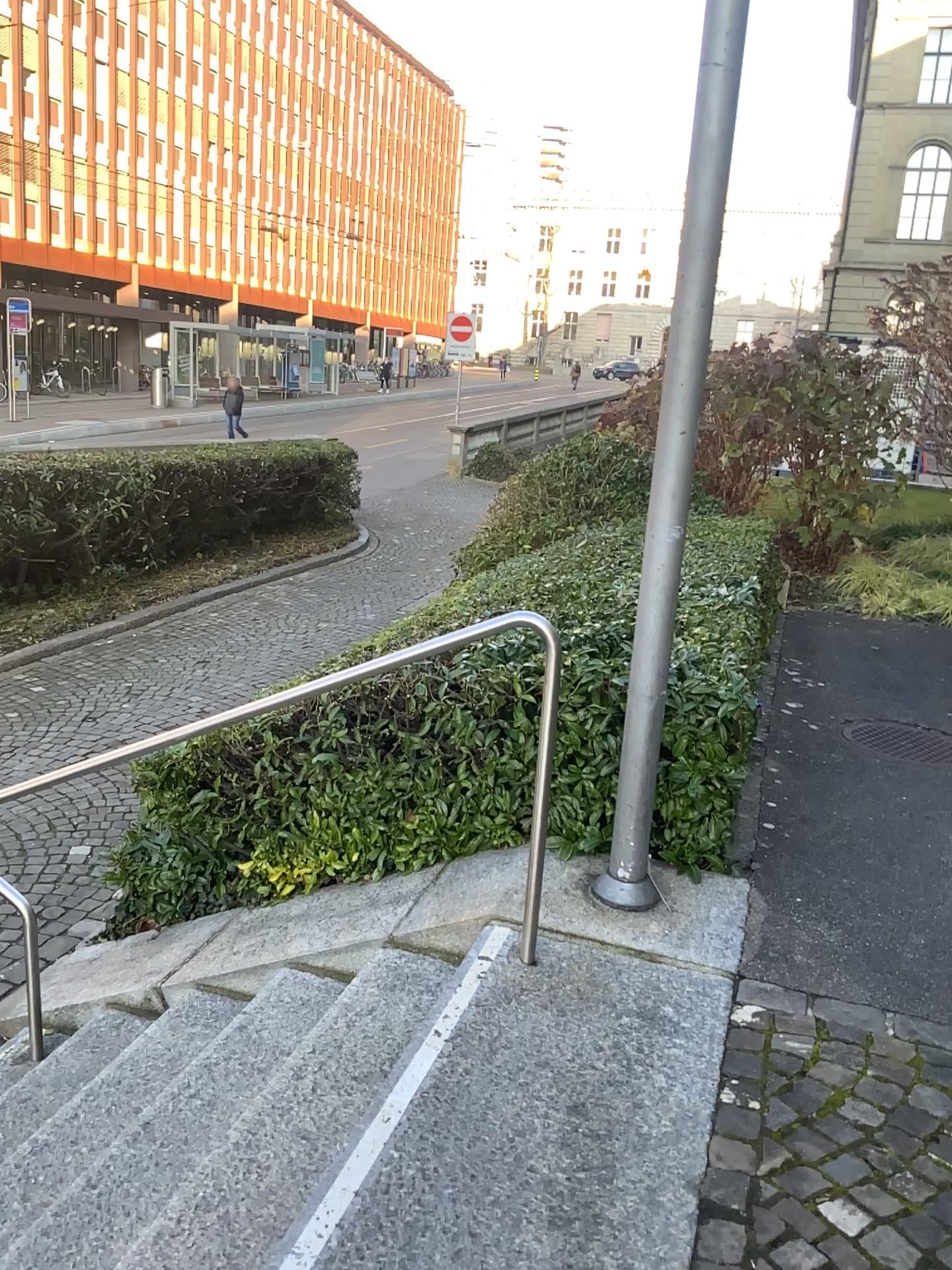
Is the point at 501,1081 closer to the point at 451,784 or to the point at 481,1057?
the point at 481,1057
